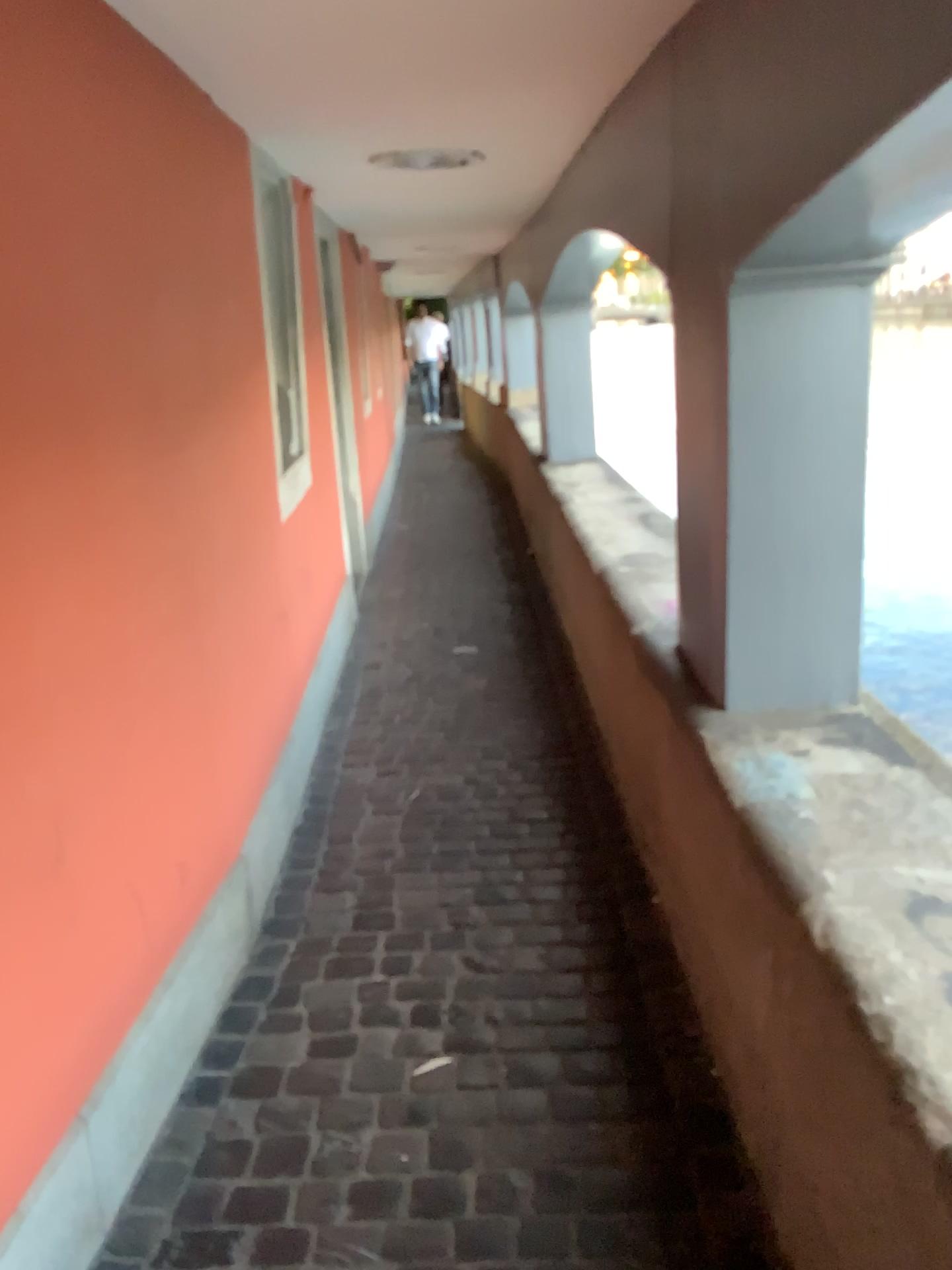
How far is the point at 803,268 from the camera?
1.9 meters

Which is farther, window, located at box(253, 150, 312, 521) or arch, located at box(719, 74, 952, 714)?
window, located at box(253, 150, 312, 521)

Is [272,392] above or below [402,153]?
below

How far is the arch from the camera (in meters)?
1.86

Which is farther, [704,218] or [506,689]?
[506,689]

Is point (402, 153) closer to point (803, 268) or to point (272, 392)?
point (272, 392)

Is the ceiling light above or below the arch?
above

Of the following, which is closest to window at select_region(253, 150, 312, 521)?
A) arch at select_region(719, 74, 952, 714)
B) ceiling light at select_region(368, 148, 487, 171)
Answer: ceiling light at select_region(368, 148, 487, 171)

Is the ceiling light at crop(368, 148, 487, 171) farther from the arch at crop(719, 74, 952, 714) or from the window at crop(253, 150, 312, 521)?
the arch at crop(719, 74, 952, 714)
